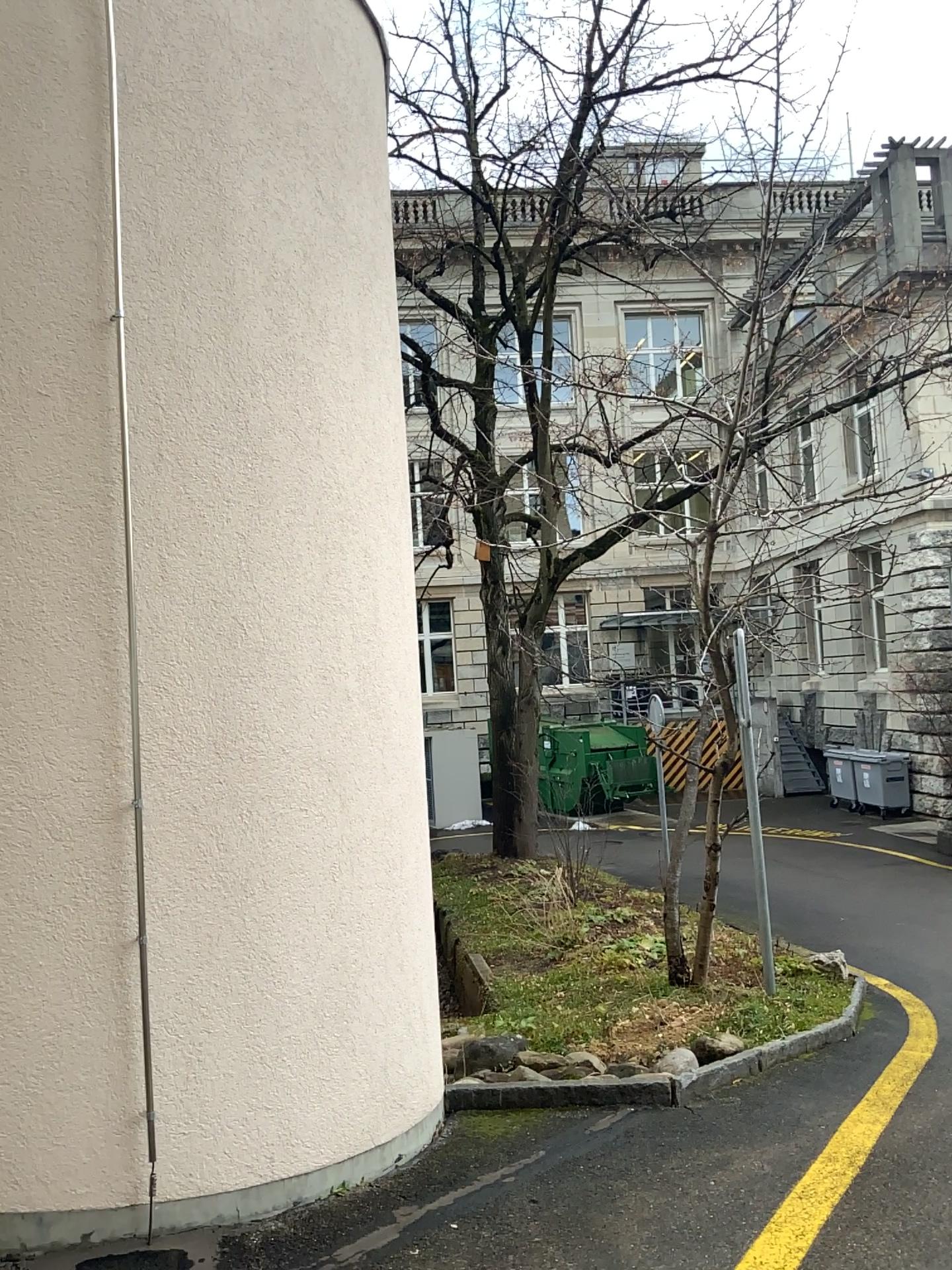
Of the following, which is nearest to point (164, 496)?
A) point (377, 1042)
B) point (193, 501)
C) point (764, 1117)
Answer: point (193, 501)
